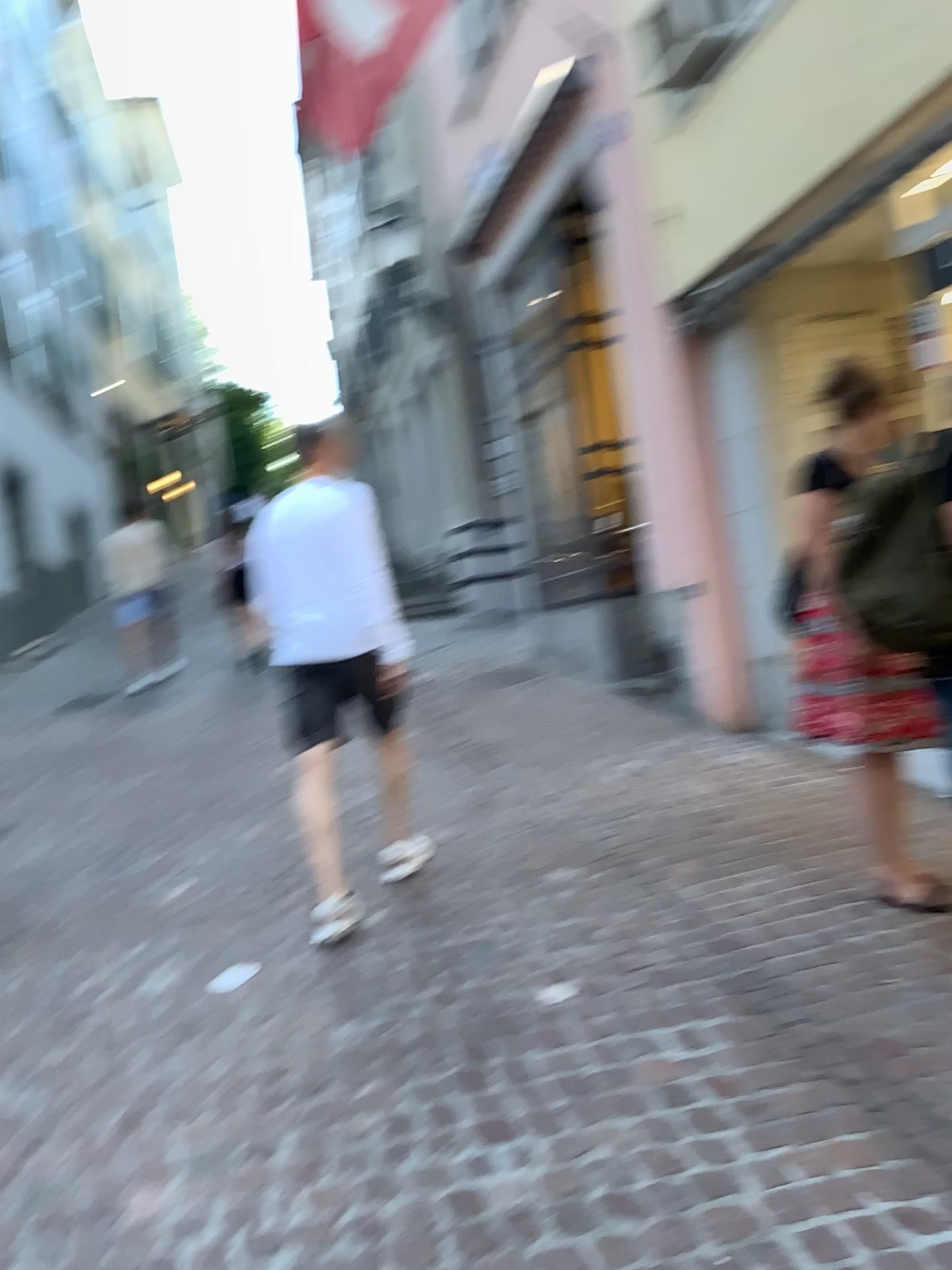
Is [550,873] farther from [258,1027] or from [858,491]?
[858,491]

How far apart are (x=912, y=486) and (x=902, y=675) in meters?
0.8

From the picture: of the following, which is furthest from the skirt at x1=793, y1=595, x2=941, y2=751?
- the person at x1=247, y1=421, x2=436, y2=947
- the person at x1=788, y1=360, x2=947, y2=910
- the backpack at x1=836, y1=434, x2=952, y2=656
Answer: the person at x1=247, y1=421, x2=436, y2=947

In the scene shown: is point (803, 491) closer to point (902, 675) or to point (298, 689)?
point (902, 675)

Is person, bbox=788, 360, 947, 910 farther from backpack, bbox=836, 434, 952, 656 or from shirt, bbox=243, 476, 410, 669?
shirt, bbox=243, 476, 410, 669

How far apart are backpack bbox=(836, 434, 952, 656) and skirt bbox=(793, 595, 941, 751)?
0.3m

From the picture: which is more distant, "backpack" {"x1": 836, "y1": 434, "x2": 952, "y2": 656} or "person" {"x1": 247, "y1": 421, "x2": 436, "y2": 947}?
"person" {"x1": 247, "y1": 421, "x2": 436, "y2": 947}

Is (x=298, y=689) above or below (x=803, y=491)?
below

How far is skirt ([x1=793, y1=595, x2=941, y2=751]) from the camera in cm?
319

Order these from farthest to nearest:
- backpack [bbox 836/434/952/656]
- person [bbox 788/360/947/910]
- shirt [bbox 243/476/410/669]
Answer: shirt [bbox 243/476/410/669], person [bbox 788/360/947/910], backpack [bbox 836/434/952/656]
